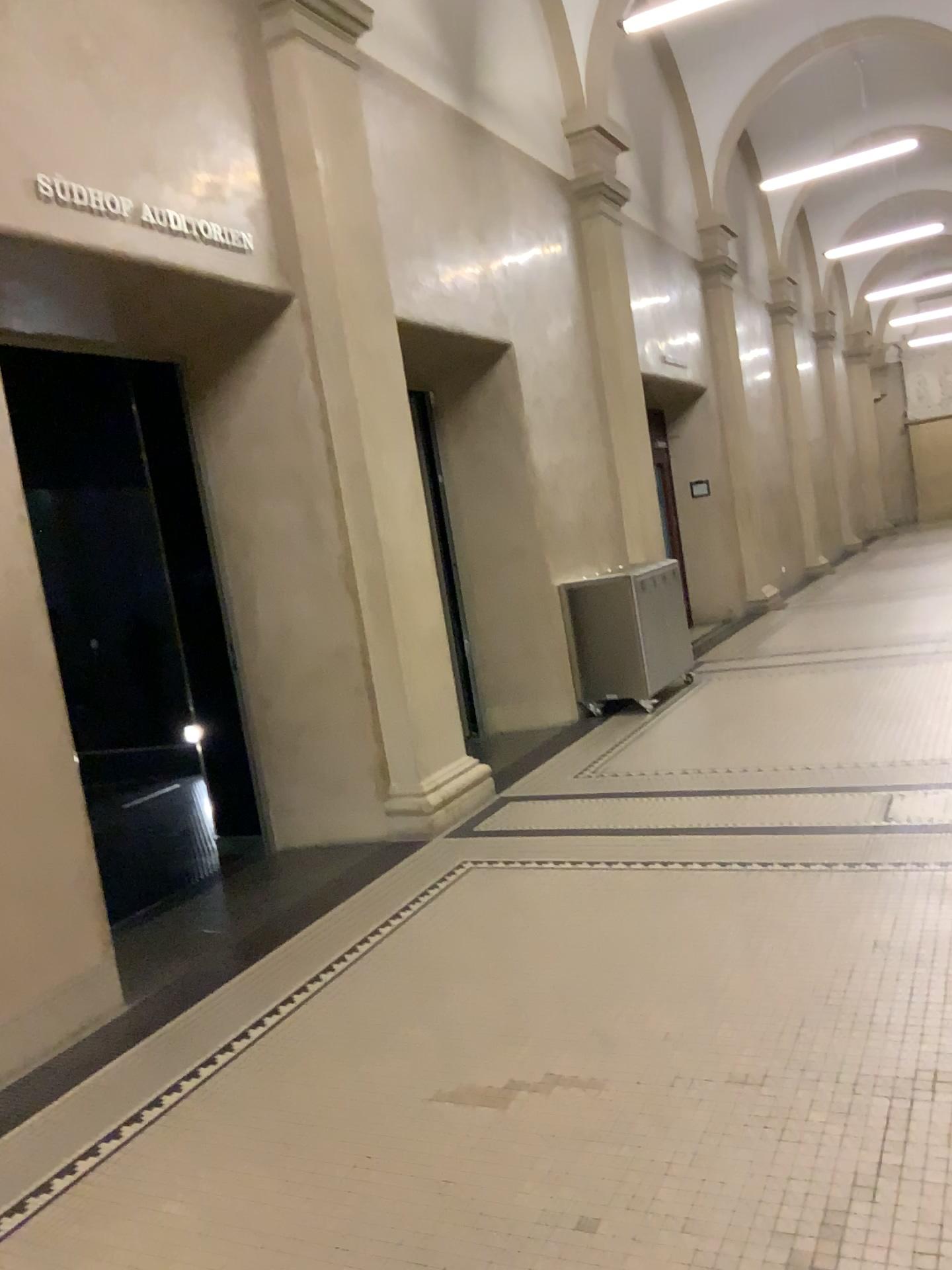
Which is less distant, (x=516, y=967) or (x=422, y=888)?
(x=516, y=967)
